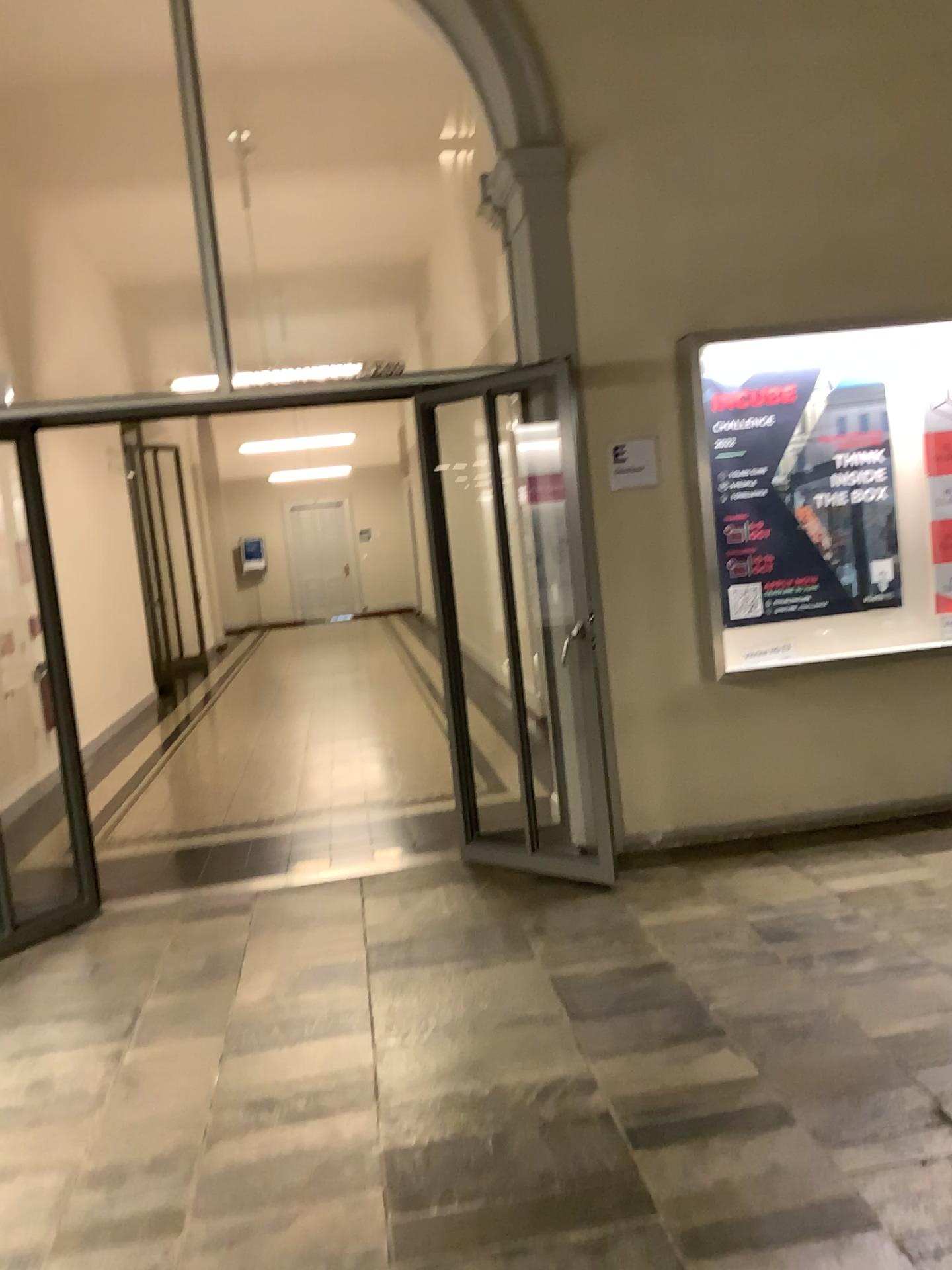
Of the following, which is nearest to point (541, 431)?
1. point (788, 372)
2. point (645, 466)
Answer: point (645, 466)

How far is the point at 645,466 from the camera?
4.6 meters

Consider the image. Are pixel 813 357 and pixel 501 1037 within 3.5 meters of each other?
yes

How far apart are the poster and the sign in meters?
0.3

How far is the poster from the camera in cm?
459

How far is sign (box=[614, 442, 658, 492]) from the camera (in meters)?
4.59

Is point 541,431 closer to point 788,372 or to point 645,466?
point 645,466
